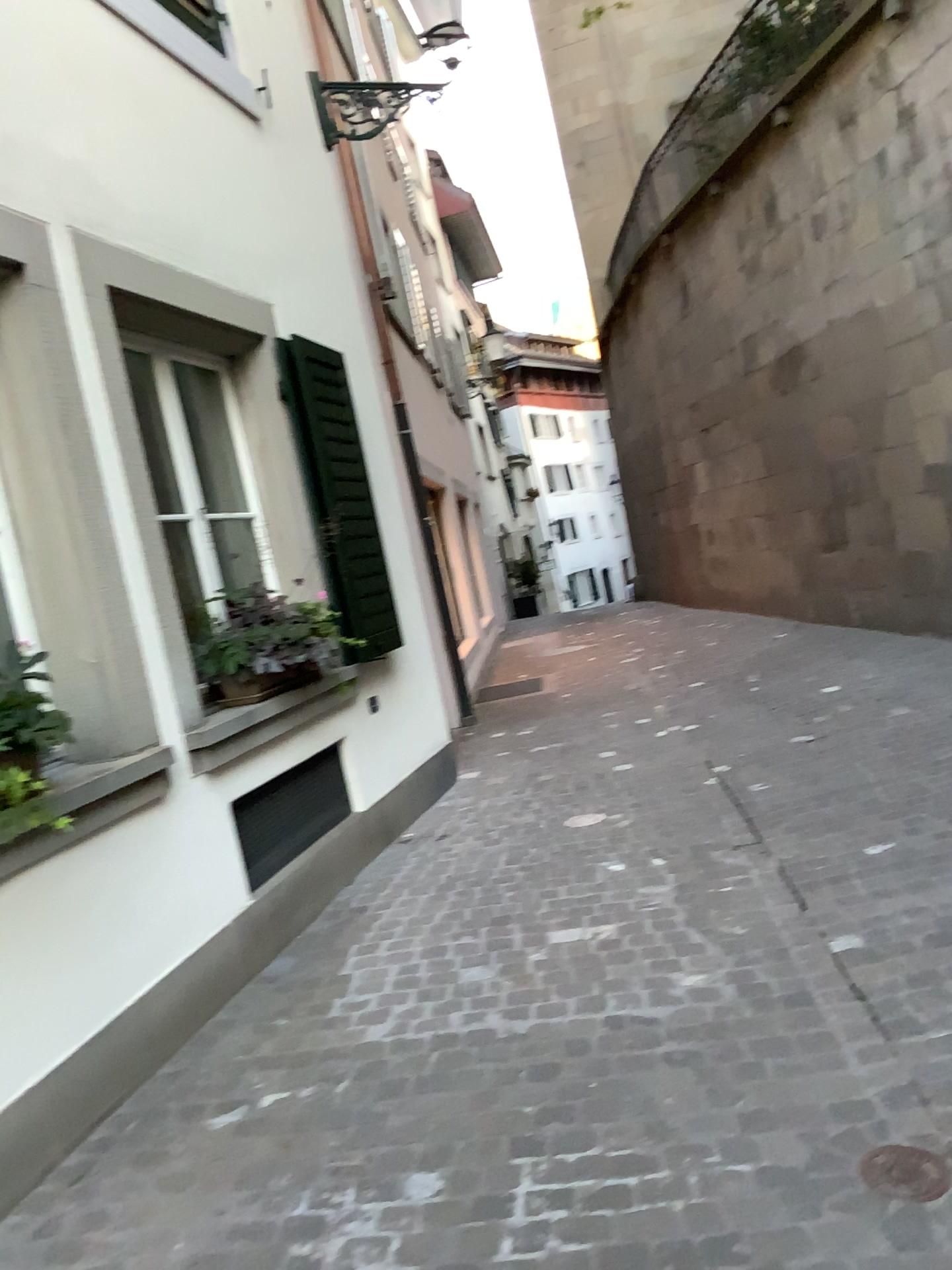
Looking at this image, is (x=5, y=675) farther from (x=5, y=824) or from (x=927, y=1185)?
(x=927, y=1185)

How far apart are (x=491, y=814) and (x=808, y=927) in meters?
2.2

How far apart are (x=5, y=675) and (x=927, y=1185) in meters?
2.4

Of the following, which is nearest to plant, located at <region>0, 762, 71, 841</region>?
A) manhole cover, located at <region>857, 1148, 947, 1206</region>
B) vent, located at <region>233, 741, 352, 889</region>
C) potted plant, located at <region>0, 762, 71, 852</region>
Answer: potted plant, located at <region>0, 762, 71, 852</region>

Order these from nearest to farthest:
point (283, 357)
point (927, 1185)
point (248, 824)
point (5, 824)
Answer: point (927, 1185) → point (5, 824) → point (248, 824) → point (283, 357)

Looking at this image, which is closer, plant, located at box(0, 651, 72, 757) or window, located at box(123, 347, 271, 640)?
plant, located at box(0, 651, 72, 757)

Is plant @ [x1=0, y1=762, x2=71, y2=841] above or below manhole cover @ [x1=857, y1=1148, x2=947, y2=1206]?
above

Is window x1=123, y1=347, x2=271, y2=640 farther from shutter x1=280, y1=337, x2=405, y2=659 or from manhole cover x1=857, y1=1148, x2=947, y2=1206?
manhole cover x1=857, y1=1148, x2=947, y2=1206

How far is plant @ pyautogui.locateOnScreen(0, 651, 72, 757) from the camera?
2.7 meters

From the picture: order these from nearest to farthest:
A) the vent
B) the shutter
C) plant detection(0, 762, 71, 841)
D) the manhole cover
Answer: the manhole cover, plant detection(0, 762, 71, 841), the vent, the shutter
